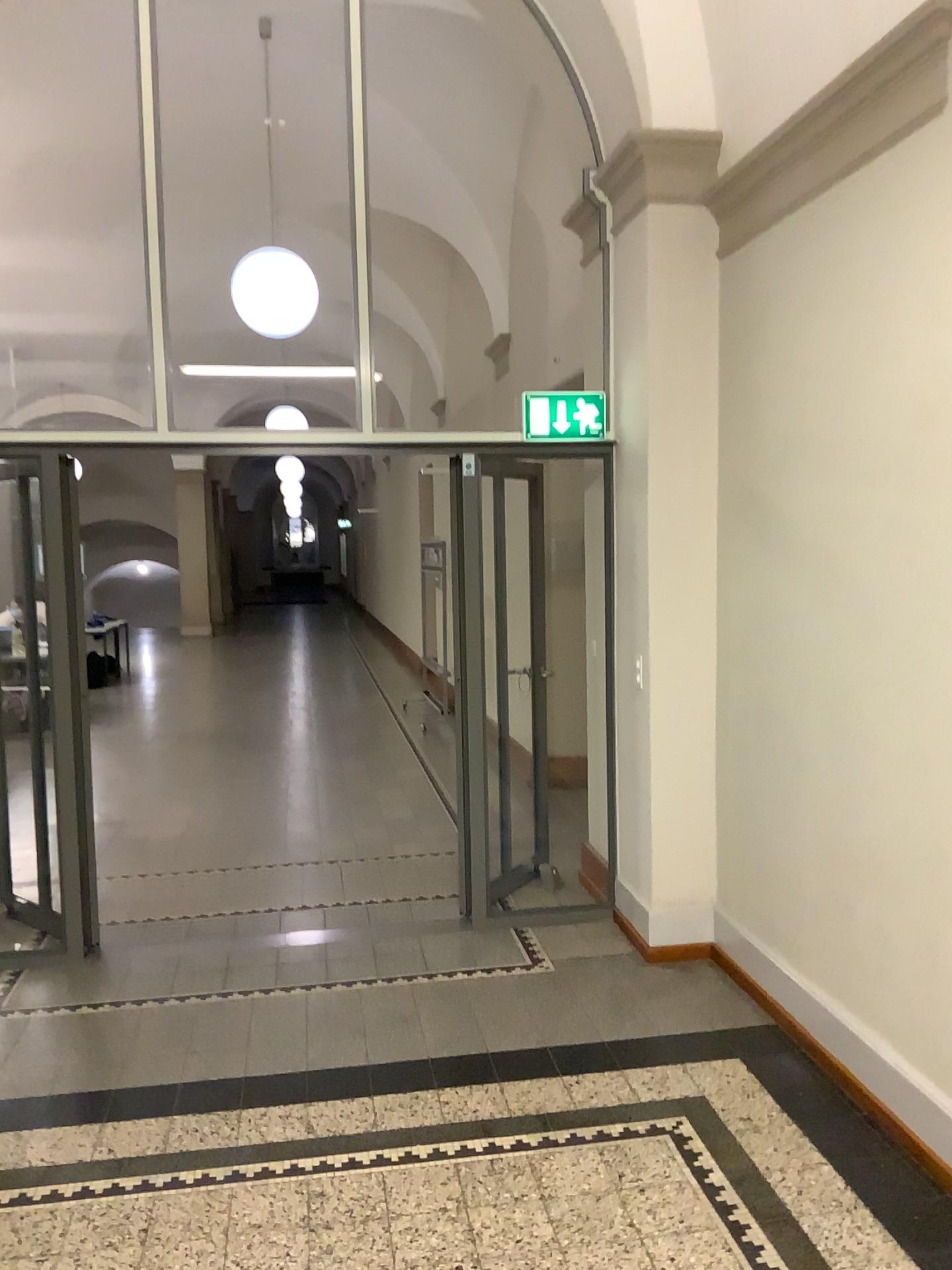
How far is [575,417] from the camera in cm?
459

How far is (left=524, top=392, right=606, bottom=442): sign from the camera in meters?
4.6

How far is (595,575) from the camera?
4.6 meters
